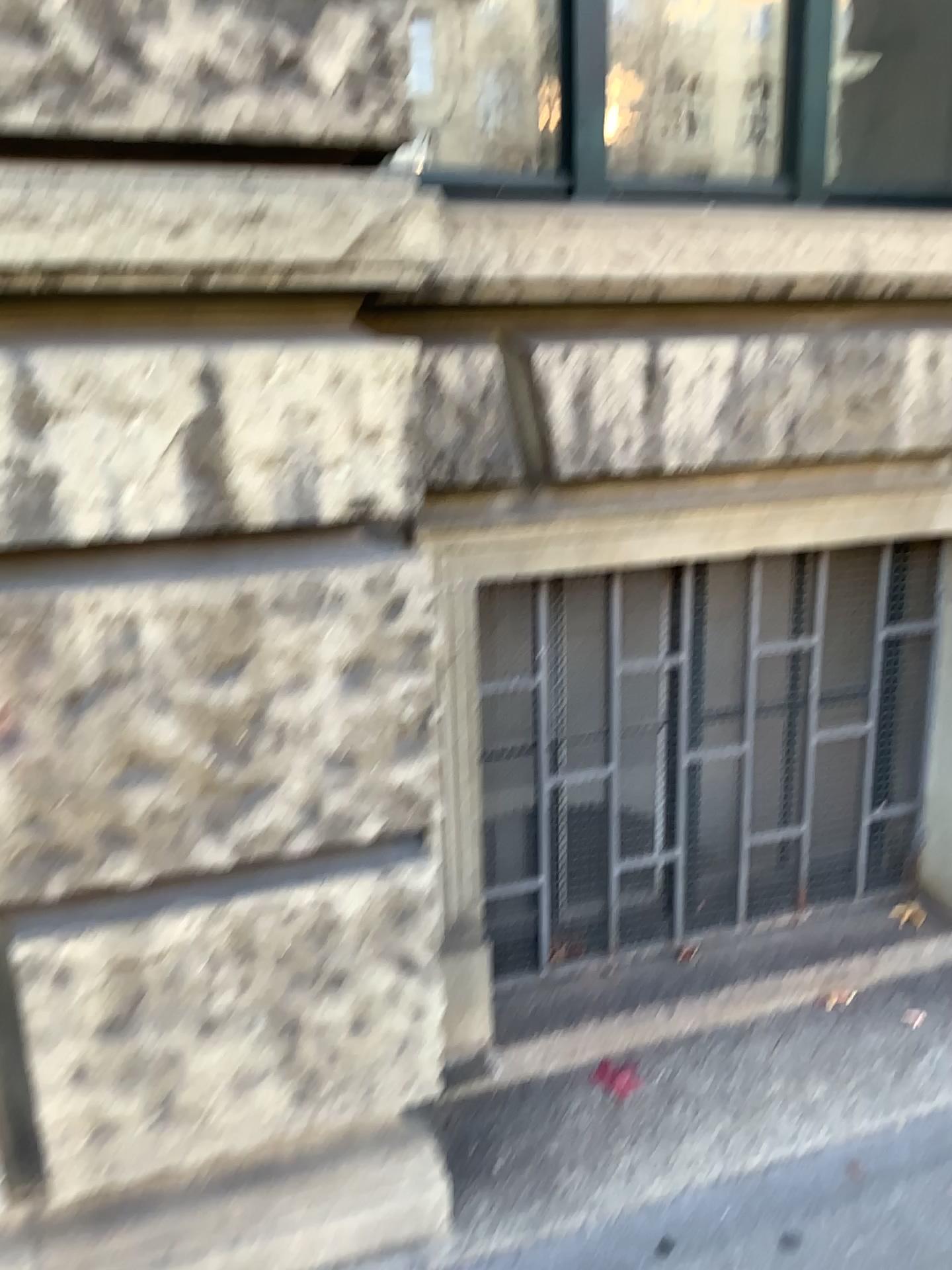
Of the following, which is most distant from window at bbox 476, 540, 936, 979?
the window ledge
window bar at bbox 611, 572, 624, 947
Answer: the window ledge

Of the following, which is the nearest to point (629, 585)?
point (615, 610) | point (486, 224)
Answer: point (615, 610)

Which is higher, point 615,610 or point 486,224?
point 486,224

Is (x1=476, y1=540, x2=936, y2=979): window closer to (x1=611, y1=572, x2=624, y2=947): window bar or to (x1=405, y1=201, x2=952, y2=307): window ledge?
(x1=611, y1=572, x2=624, y2=947): window bar

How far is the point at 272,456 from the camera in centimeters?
147cm

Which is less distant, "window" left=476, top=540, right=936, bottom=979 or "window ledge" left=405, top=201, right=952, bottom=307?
"window ledge" left=405, top=201, right=952, bottom=307

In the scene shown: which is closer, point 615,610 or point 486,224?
point 486,224

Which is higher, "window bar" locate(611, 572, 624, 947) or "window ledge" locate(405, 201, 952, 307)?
"window ledge" locate(405, 201, 952, 307)

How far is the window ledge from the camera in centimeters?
176cm
